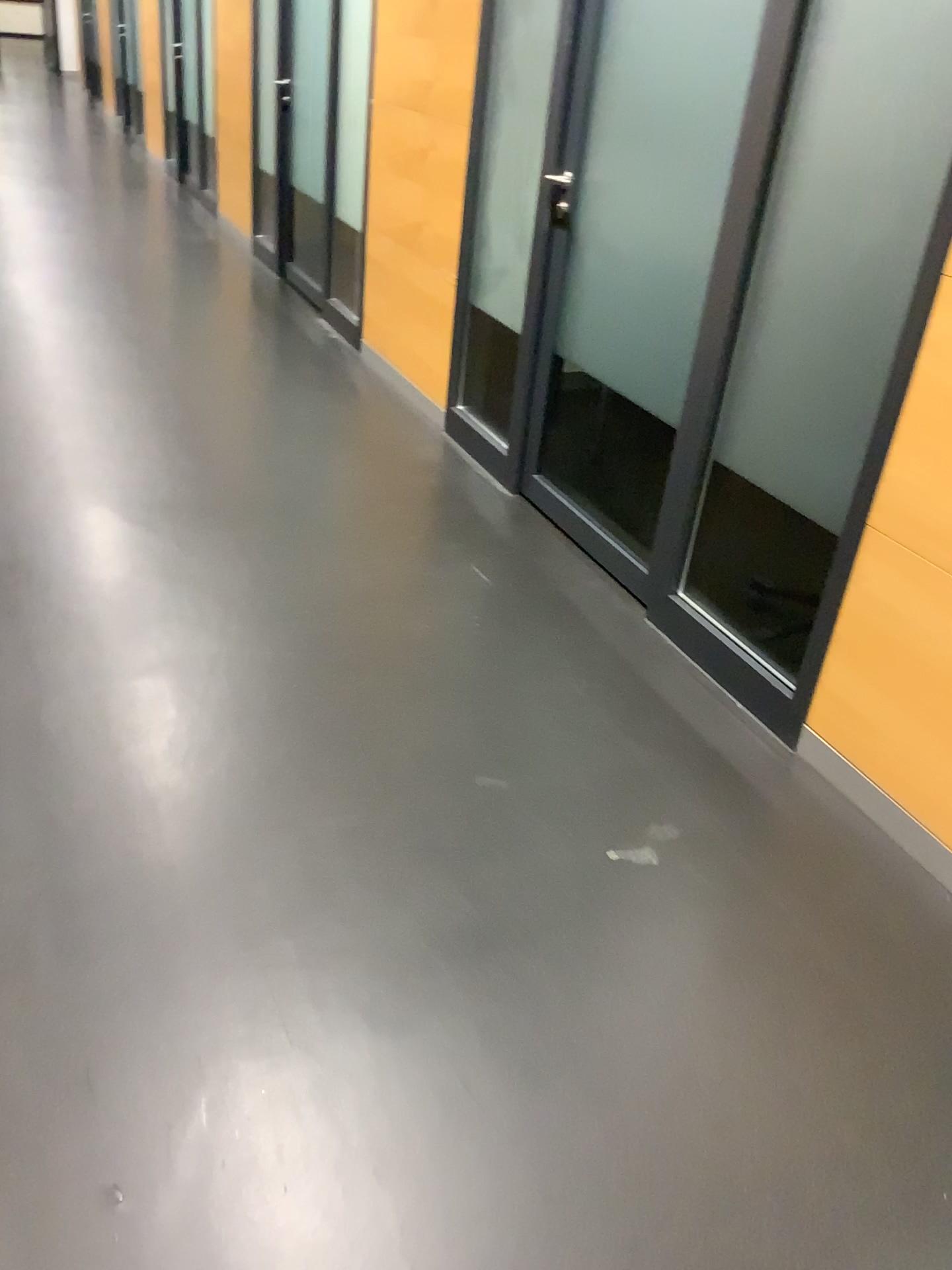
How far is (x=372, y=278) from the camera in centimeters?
446cm

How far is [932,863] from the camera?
2.1 meters

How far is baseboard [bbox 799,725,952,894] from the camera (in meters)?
2.12
